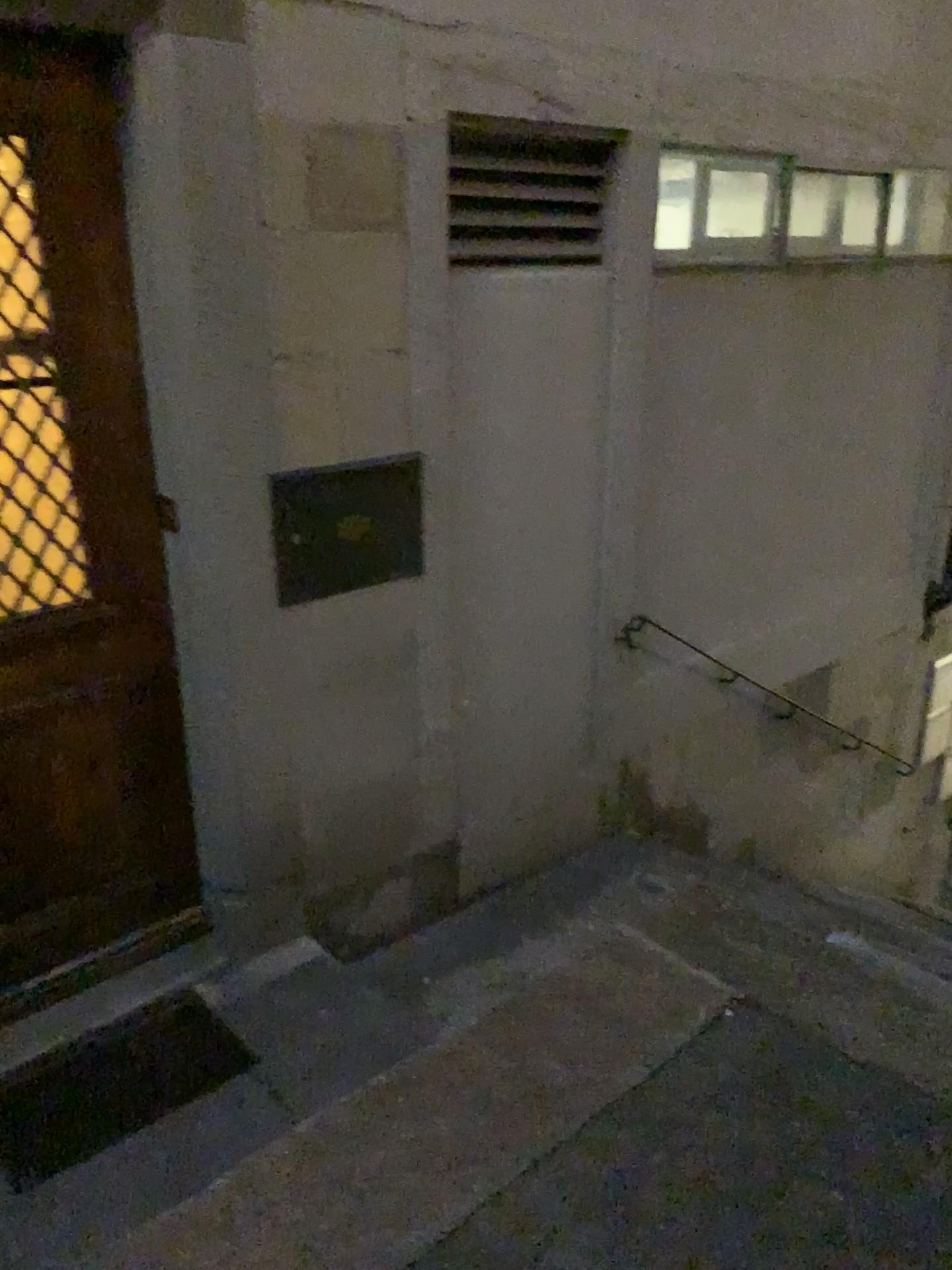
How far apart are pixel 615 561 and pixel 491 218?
1.20m

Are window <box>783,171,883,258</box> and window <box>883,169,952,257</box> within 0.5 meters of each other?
yes

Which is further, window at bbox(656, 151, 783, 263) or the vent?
window at bbox(656, 151, 783, 263)

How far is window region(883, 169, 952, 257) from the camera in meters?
4.2 m

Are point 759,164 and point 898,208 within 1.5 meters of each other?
yes

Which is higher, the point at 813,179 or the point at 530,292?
the point at 813,179

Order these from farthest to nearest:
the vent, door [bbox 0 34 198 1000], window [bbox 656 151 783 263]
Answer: window [bbox 656 151 783 263]
the vent
door [bbox 0 34 198 1000]

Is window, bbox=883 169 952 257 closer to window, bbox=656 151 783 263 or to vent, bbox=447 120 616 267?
window, bbox=656 151 783 263

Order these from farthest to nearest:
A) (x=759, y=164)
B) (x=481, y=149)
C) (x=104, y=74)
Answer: (x=759, y=164) → (x=481, y=149) → (x=104, y=74)

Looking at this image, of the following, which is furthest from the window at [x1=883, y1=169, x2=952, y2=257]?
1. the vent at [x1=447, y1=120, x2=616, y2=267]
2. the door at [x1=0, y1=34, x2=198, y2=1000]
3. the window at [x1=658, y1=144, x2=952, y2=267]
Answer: the door at [x1=0, y1=34, x2=198, y2=1000]
